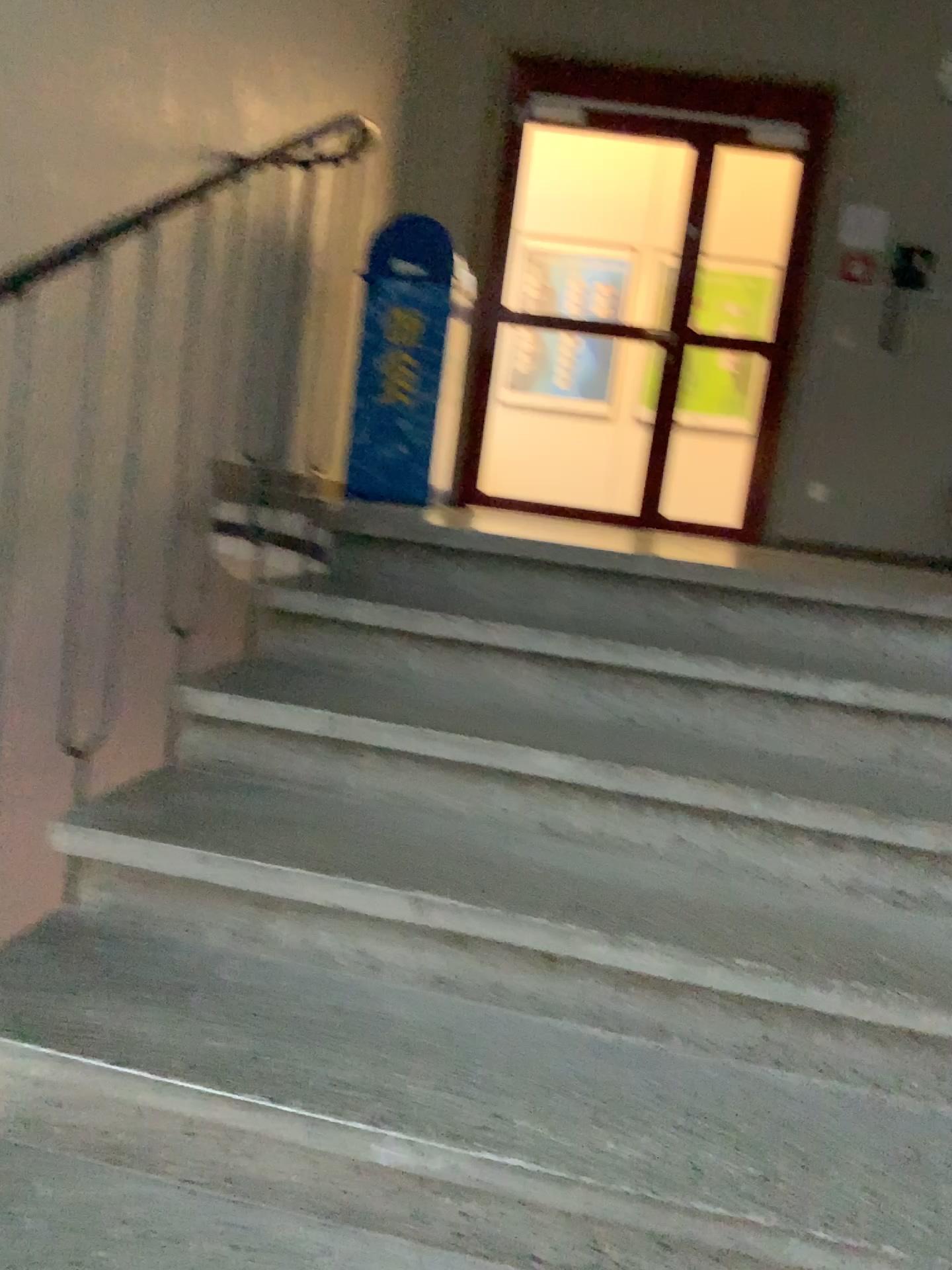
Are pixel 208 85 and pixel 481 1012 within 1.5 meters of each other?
no
